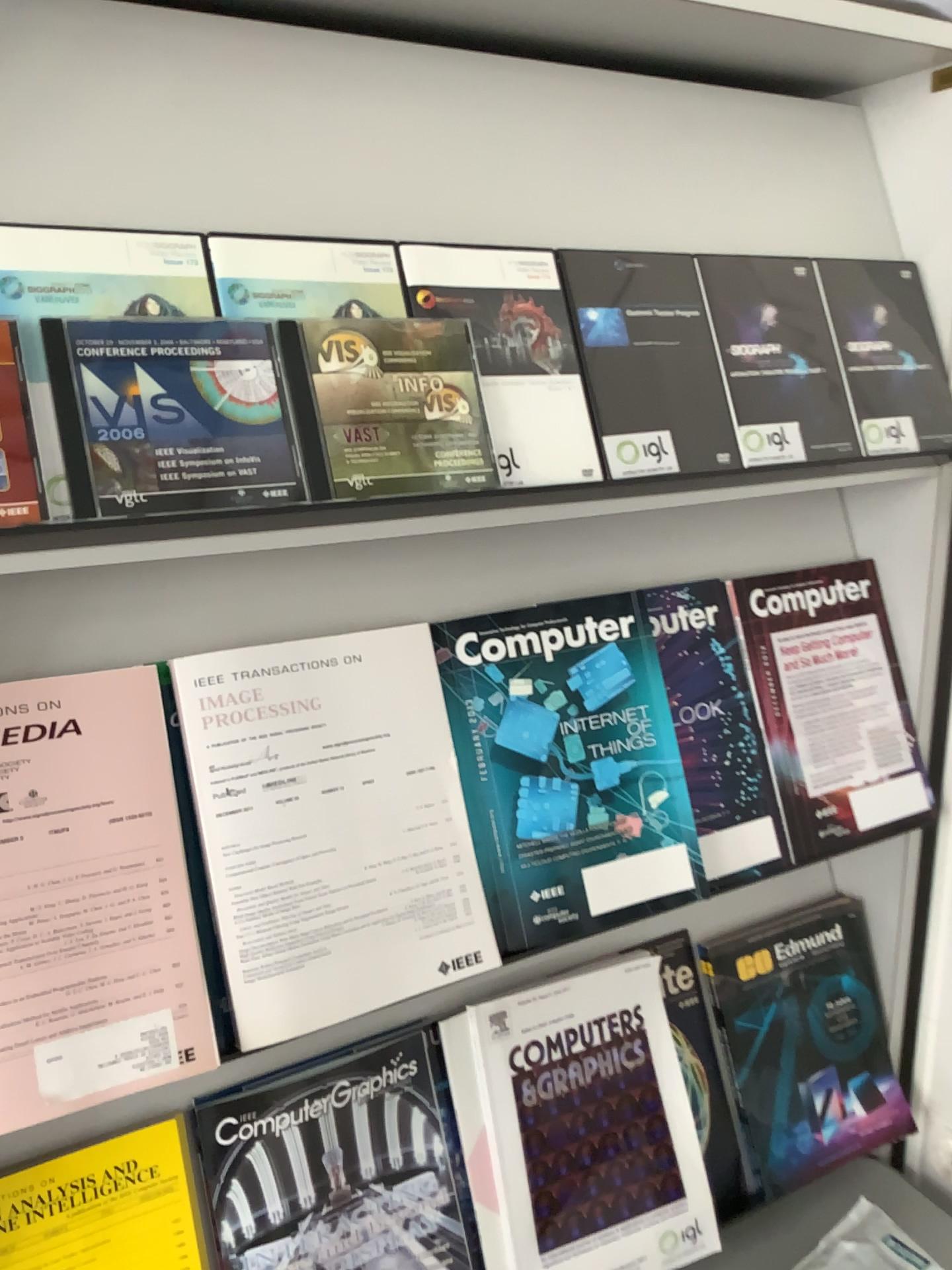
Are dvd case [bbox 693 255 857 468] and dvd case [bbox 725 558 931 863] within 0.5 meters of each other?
yes

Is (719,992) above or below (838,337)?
below

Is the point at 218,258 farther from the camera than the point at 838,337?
No

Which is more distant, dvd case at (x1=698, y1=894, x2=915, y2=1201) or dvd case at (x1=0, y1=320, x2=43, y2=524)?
dvd case at (x1=698, y1=894, x2=915, y2=1201)

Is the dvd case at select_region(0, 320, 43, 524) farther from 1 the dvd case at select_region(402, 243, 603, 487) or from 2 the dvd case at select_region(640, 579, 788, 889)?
2 the dvd case at select_region(640, 579, 788, 889)

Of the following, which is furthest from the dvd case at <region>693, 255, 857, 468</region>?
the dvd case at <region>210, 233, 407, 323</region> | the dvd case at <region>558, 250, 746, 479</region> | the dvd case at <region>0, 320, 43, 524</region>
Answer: the dvd case at <region>0, 320, 43, 524</region>

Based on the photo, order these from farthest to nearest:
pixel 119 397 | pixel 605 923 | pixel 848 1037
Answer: pixel 848 1037
pixel 605 923
pixel 119 397

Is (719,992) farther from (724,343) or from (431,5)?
(431,5)

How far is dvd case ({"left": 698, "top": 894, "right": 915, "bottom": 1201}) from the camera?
1.1m

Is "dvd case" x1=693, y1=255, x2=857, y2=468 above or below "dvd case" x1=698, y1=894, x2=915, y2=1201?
above
